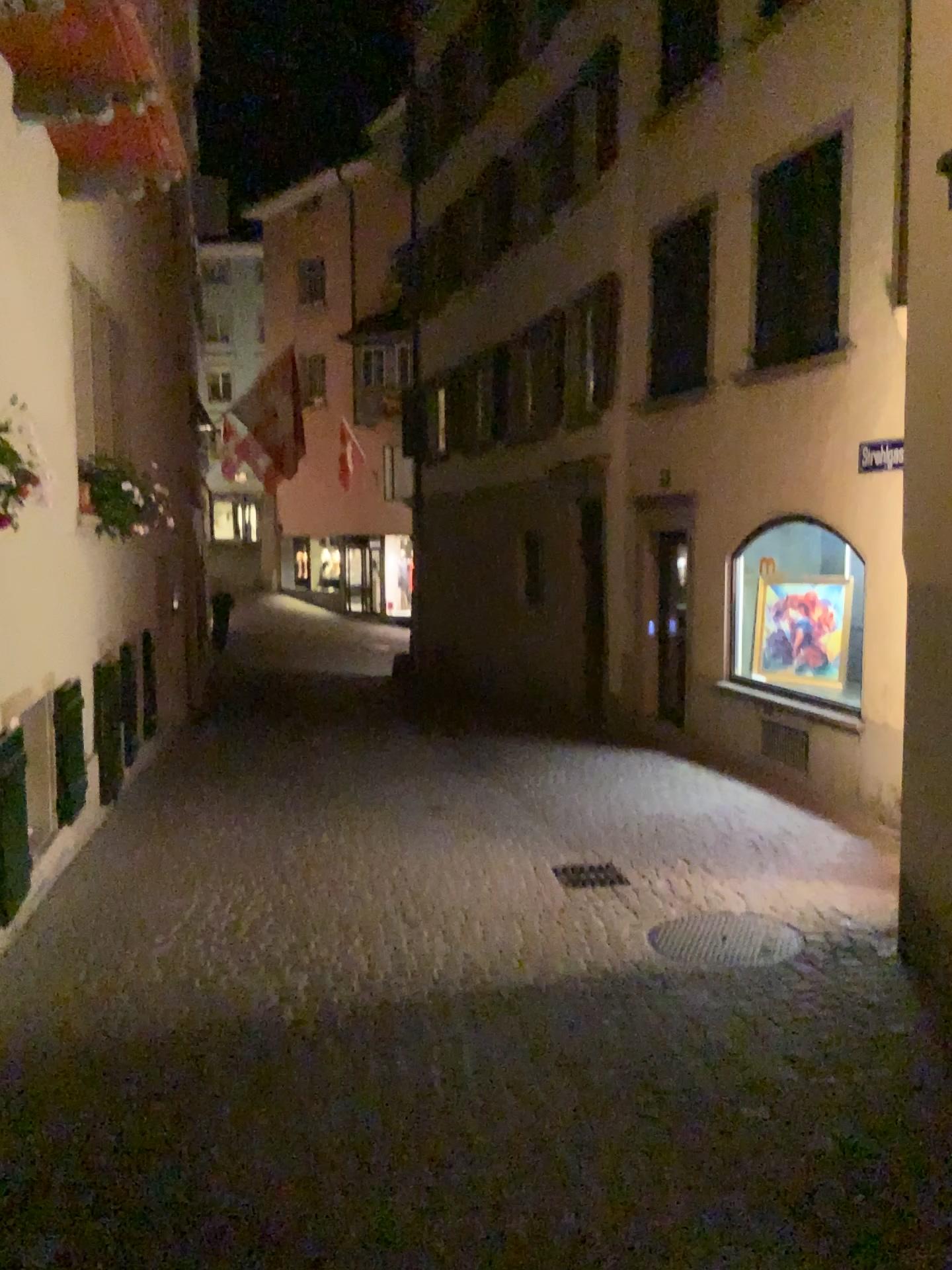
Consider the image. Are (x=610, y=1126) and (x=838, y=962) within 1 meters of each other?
no
